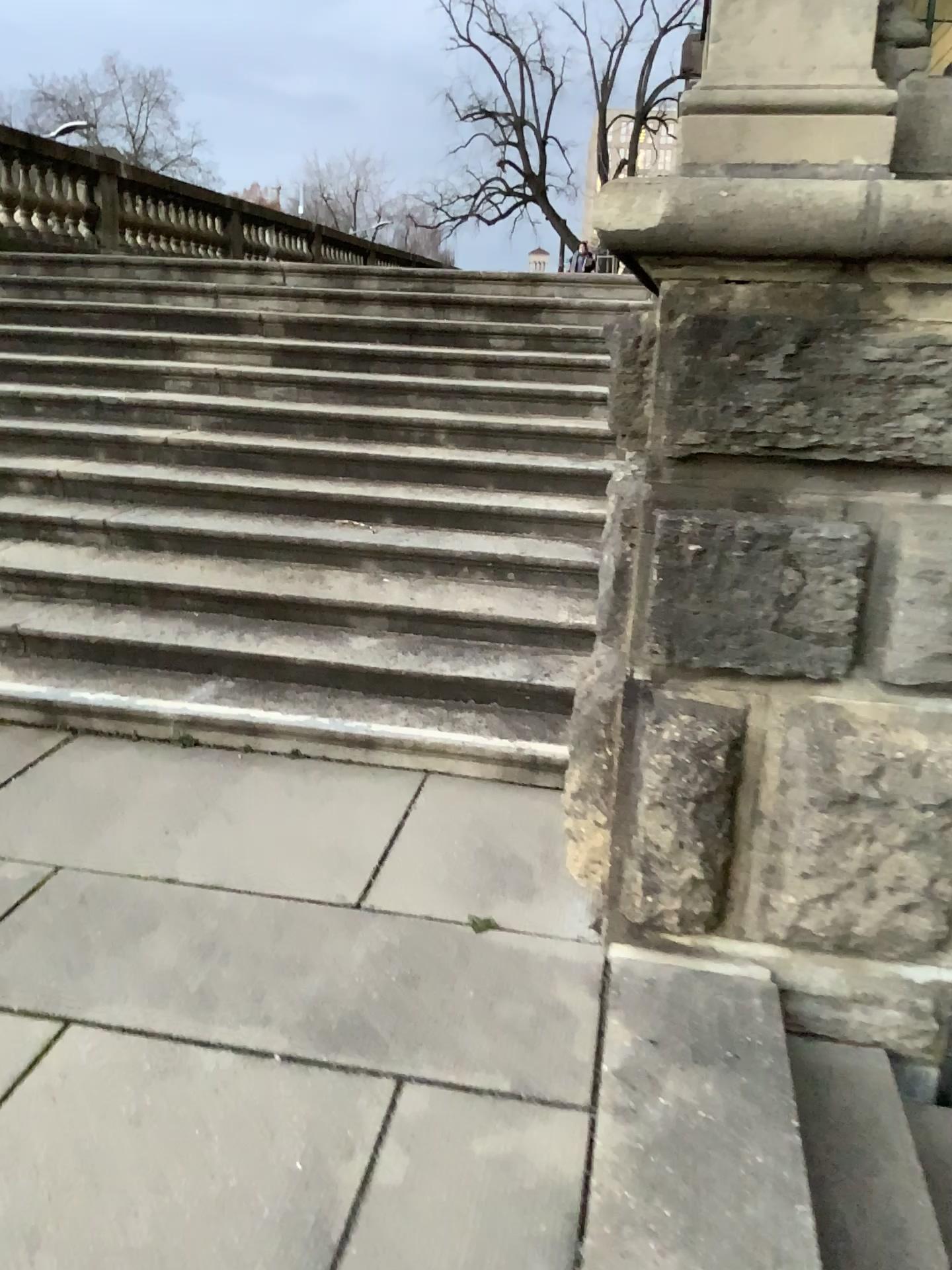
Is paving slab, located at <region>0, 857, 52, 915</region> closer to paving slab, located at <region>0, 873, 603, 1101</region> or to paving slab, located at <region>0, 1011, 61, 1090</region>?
paving slab, located at <region>0, 873, 603, 1101</region>

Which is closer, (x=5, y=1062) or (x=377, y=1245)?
(x=377, y=1245)

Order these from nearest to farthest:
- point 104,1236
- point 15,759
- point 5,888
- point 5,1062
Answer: point 104,1236 → point 5,1062 → point 5,888 → point 15,759

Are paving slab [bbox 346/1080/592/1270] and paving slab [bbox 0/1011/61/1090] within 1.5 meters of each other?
yes

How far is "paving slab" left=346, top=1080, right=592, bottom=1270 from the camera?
1.8m

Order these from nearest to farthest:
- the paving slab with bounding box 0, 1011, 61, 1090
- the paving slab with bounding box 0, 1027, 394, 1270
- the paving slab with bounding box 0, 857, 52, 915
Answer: the paving slab with bounding box 0, 1027, 394, 1270
the paving slab with bounding box 0, 1011, 61, 1090
the paving slab with bounding box 0, 857, 52, 915

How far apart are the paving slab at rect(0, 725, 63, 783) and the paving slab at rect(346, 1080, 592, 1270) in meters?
2.0 m

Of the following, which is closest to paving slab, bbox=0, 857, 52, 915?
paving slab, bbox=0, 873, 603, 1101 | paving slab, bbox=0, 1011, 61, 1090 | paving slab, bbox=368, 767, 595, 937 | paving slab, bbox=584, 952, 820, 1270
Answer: paving slab, bbox=0, 873, 603, 1101

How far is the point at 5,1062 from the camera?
2.1m

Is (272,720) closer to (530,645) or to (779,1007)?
(530,645)
